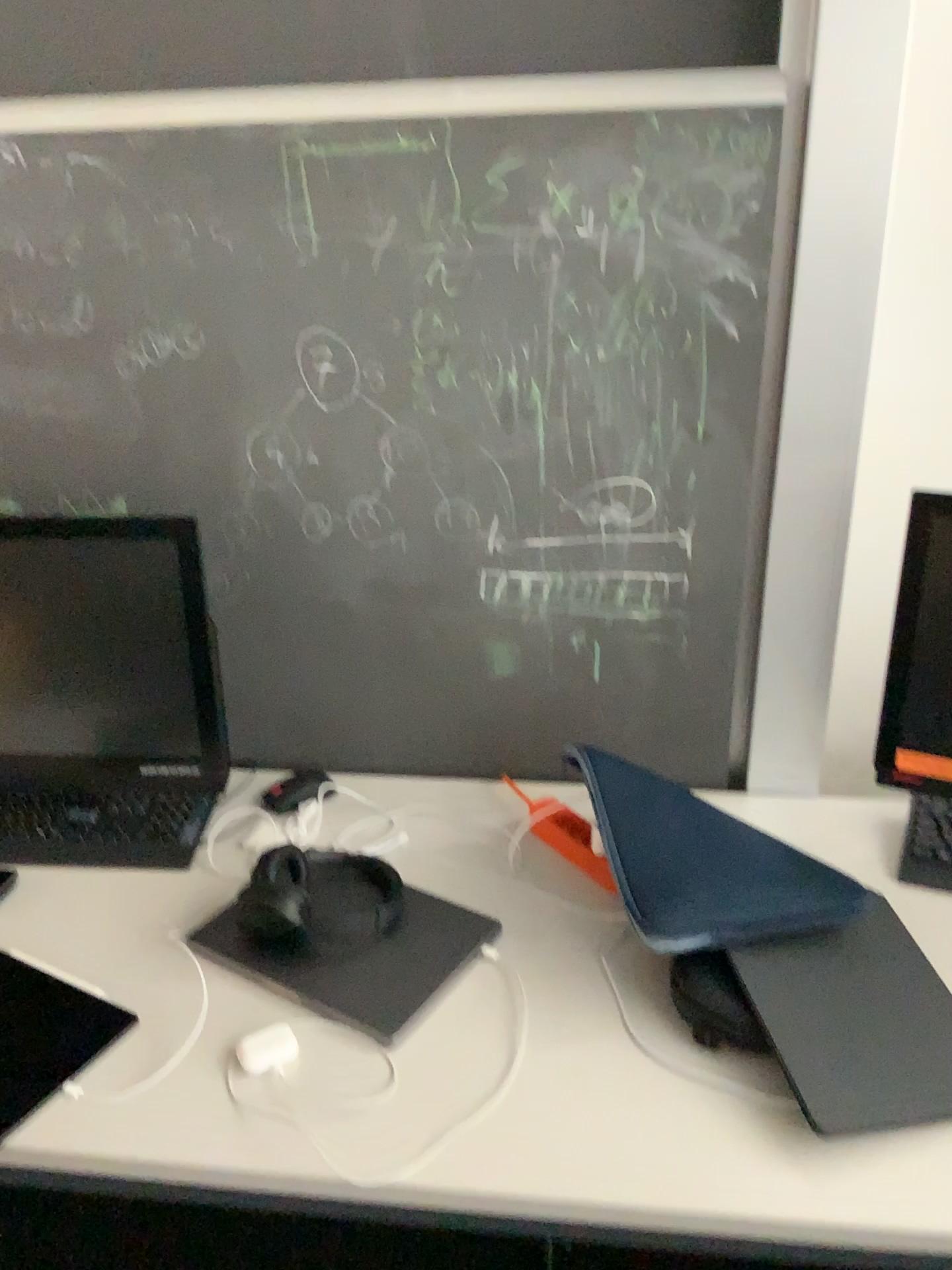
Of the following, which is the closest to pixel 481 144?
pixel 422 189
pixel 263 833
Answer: pixel 422 189

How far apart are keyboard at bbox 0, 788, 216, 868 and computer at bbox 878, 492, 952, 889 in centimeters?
95cm

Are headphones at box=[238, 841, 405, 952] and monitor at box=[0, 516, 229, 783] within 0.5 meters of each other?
yes

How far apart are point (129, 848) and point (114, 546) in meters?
0.4

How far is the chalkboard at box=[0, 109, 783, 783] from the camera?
1.29m

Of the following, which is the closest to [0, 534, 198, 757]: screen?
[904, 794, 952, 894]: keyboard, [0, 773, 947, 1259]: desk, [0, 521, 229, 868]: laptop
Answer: [0, 521, 229, 868]: laptop

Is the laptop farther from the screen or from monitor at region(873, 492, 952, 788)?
monitor at region(873, 492, 952, 788)

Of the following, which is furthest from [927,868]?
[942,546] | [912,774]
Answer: [942,546]

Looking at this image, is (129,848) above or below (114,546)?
below

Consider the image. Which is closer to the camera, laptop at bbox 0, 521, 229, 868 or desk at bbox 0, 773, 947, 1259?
desk at bbox 0, 773, 947, 1259
